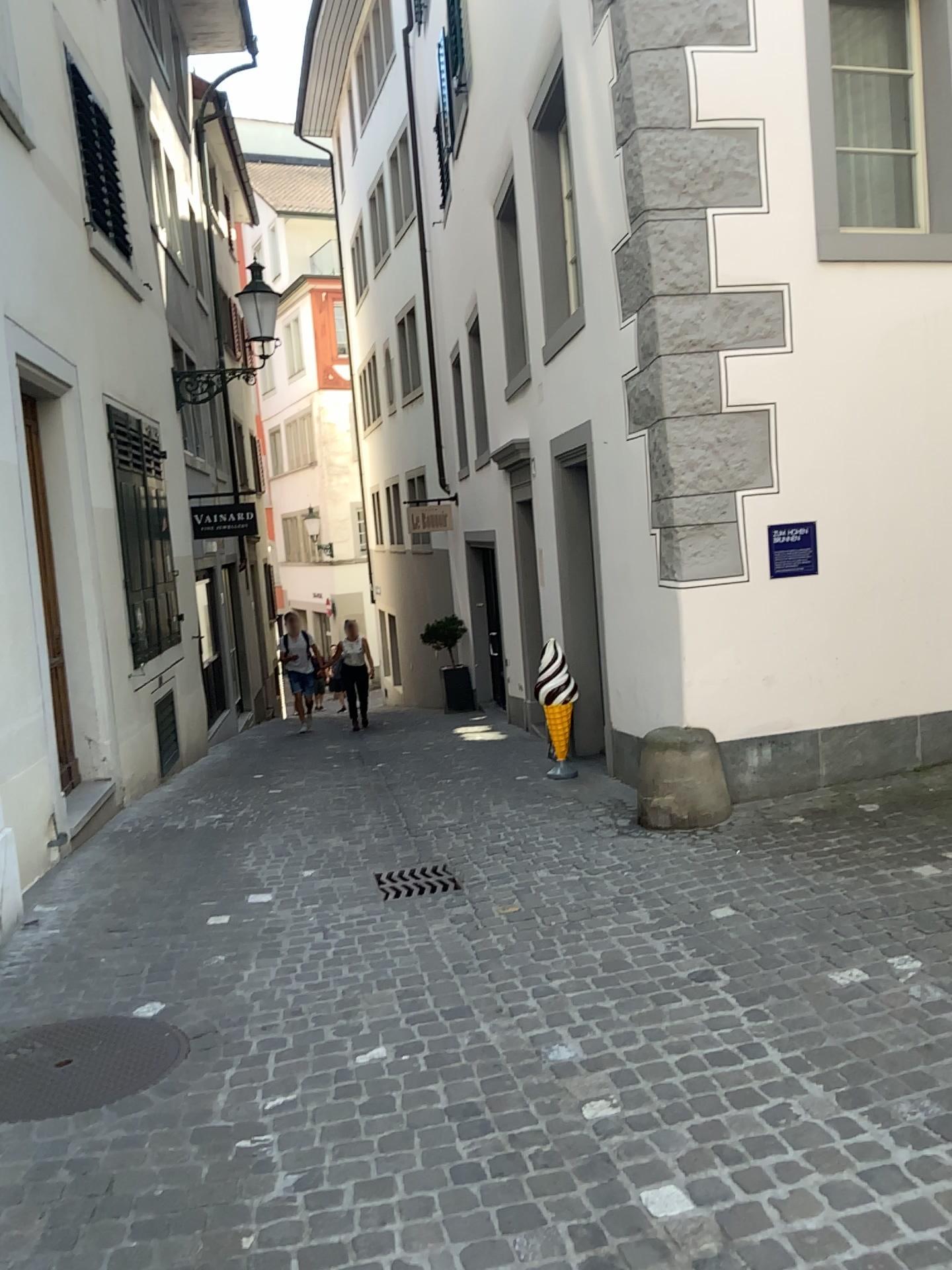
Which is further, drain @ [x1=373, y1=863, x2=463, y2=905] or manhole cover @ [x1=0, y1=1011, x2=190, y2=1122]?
drain @ [x1=373, y1=863, x2=463, y2=905]

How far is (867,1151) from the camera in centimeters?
239cm

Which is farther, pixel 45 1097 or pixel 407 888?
pixel 407 888
